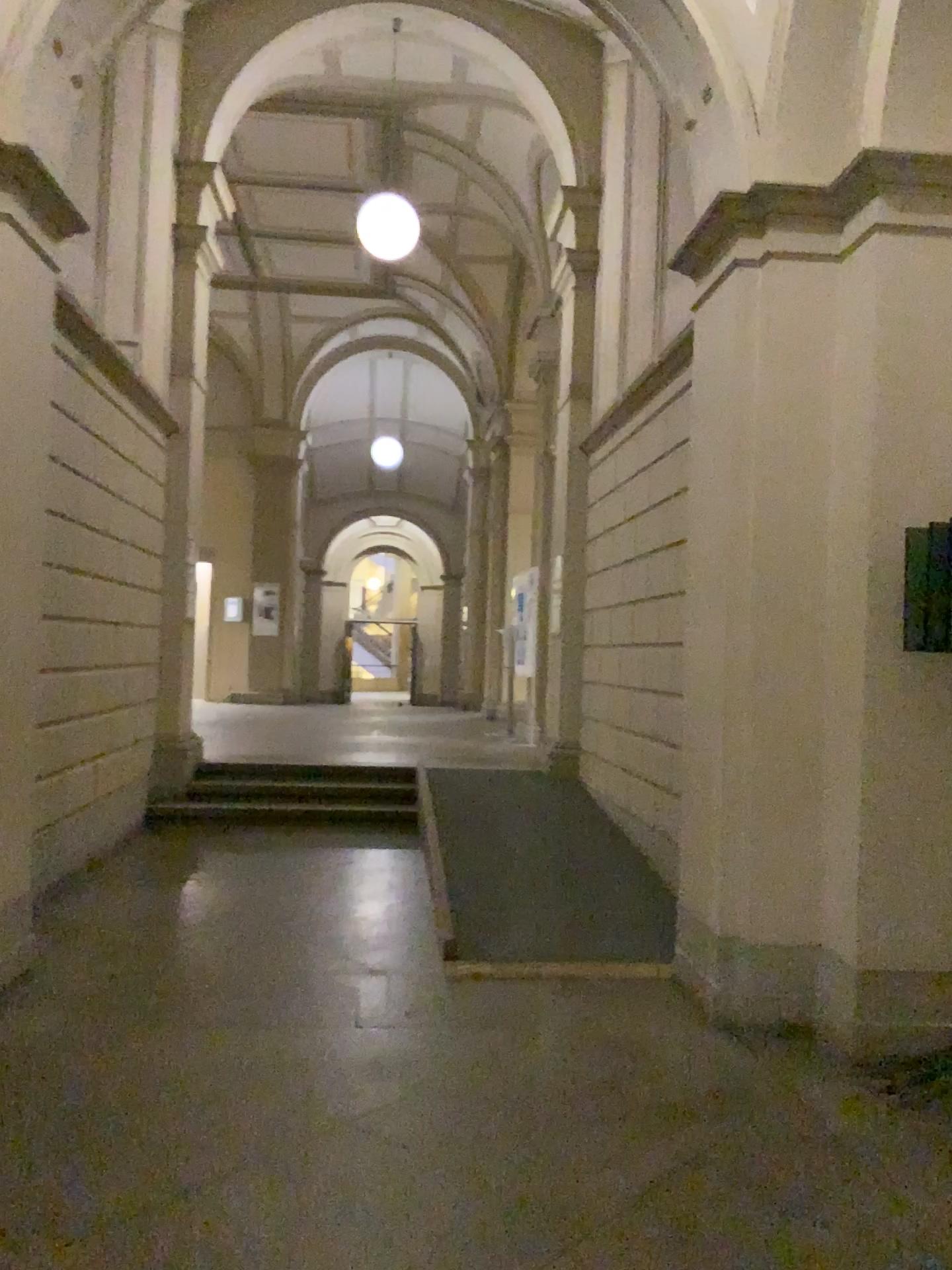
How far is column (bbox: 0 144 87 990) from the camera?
3.8m

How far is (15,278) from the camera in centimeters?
385cm

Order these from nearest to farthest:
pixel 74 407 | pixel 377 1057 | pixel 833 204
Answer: pixel 377 1057
pixel 833 204
pixel 74 407
